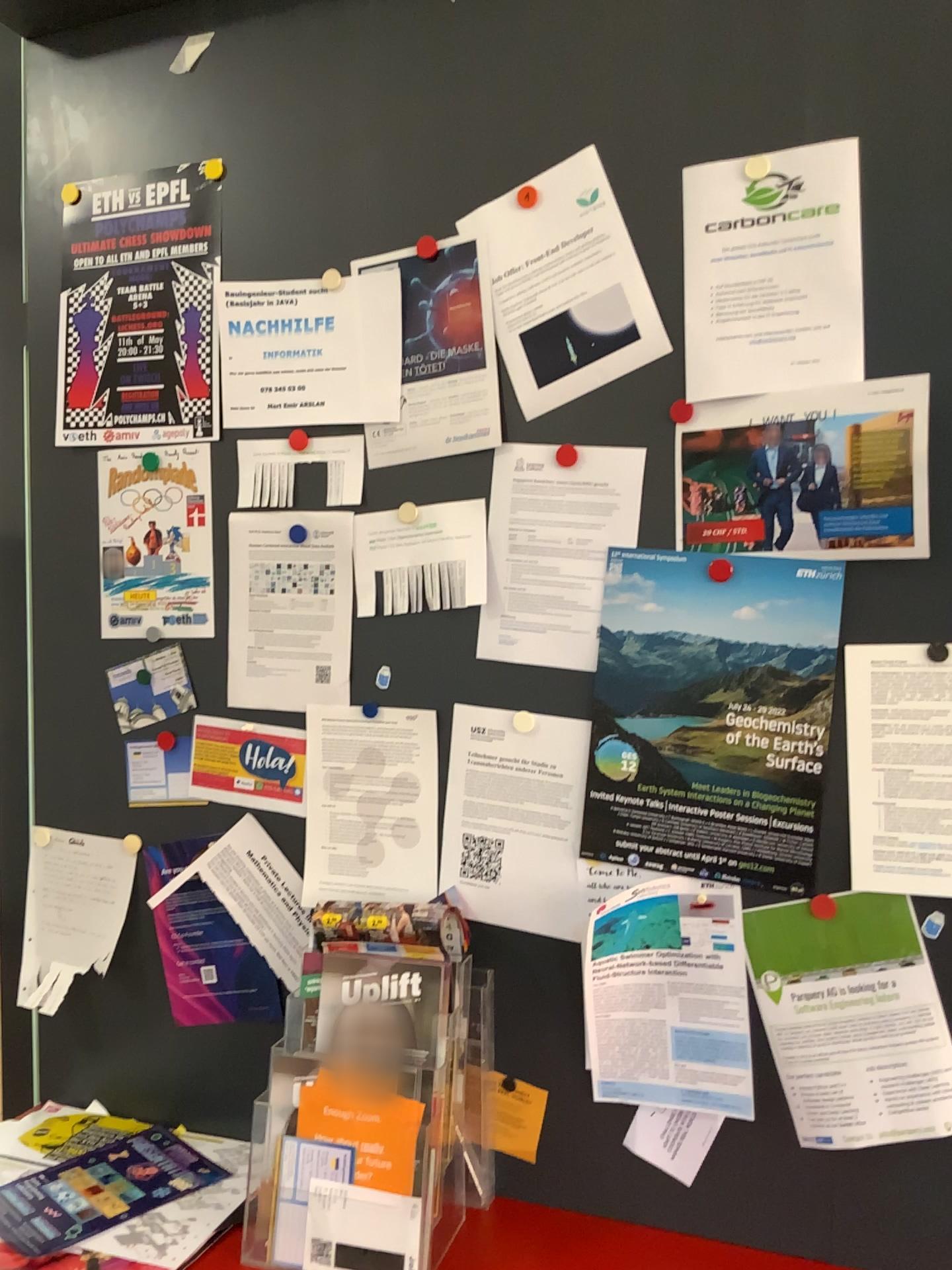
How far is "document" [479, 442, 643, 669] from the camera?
1.4m

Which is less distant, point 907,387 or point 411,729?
point 907,387

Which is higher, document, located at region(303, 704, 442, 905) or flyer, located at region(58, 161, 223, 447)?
flyer, located at region(58, 161, 223, 447)

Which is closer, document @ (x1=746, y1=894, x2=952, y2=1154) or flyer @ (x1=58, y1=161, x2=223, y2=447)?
document @ (x1=746, y1=894, x2=952, y2=1154)

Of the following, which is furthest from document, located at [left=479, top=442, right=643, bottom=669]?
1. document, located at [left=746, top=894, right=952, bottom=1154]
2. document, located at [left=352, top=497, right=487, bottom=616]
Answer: document, located at [left=746, top=894, right=952, bottom=1154]

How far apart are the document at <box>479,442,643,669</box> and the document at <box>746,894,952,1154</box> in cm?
38

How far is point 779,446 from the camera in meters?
1.3 m

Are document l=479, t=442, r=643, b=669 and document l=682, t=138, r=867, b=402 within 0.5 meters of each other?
yes

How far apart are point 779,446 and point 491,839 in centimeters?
64cm

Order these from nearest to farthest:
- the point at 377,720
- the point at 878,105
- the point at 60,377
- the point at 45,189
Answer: the point at 878,105, the point at 377,720, the point at 60,377, the point at 45,189
